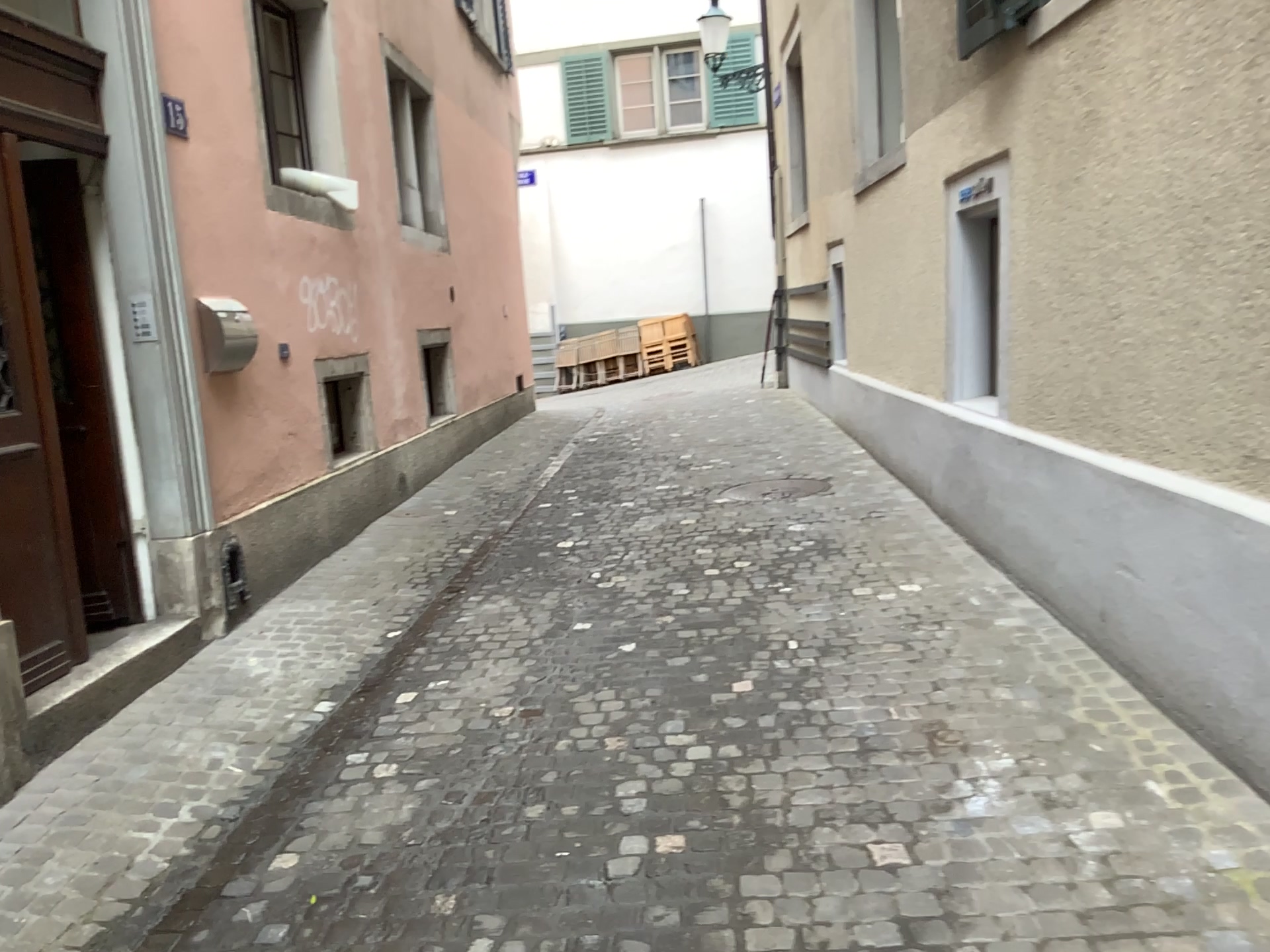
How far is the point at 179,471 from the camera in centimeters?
447cm

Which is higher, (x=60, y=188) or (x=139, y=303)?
(x=60, y=188)

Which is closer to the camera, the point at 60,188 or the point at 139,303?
the point at 60,188

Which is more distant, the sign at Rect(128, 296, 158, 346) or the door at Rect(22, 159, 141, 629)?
the sign at Rect(128, 296, 158, 346)
